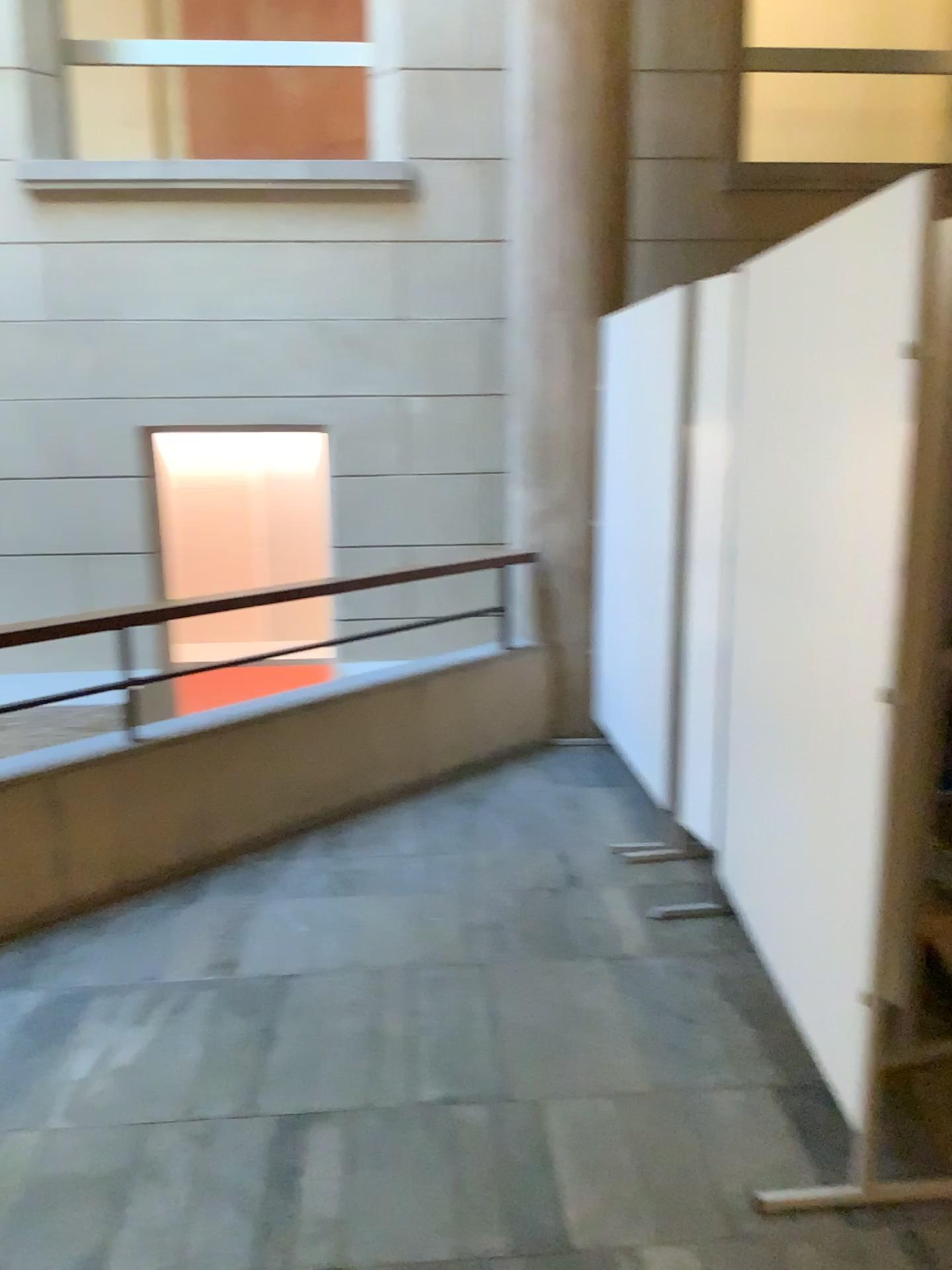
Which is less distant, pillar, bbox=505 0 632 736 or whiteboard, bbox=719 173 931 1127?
whiteboard, bbox=719 173 931 1127

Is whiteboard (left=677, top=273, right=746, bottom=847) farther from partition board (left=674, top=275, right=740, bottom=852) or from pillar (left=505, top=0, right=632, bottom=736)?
pillar (left=505, top=0, right=632, bottom=736)

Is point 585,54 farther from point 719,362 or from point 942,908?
point 942,908

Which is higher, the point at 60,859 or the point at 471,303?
the point at 471,303

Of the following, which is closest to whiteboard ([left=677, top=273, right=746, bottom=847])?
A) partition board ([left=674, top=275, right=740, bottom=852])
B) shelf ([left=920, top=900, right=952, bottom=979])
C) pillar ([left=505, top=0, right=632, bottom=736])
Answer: partition board ([left=674, top=275, right=740, bottom=852])

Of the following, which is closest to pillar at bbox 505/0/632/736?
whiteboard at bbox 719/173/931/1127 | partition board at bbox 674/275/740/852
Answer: partition board at bbox 674/275/740/852

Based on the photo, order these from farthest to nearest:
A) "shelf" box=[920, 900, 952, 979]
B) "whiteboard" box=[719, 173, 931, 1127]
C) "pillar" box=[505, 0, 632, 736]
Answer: "pillar" box=[505, 0, 632, 736] < "shelf" box=[920, 900, 952, 979] < "whiteboard" box=[719, 173, 931, 1127]

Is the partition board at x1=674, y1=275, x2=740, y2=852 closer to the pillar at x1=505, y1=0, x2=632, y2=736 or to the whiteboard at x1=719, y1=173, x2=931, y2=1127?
the whiteboard at x1=719, y1=173, x2=931, y2=1127

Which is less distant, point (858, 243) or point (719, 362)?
point (858, 243)

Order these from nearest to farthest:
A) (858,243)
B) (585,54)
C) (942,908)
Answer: (858,243)
(942,908)
(585,54)
